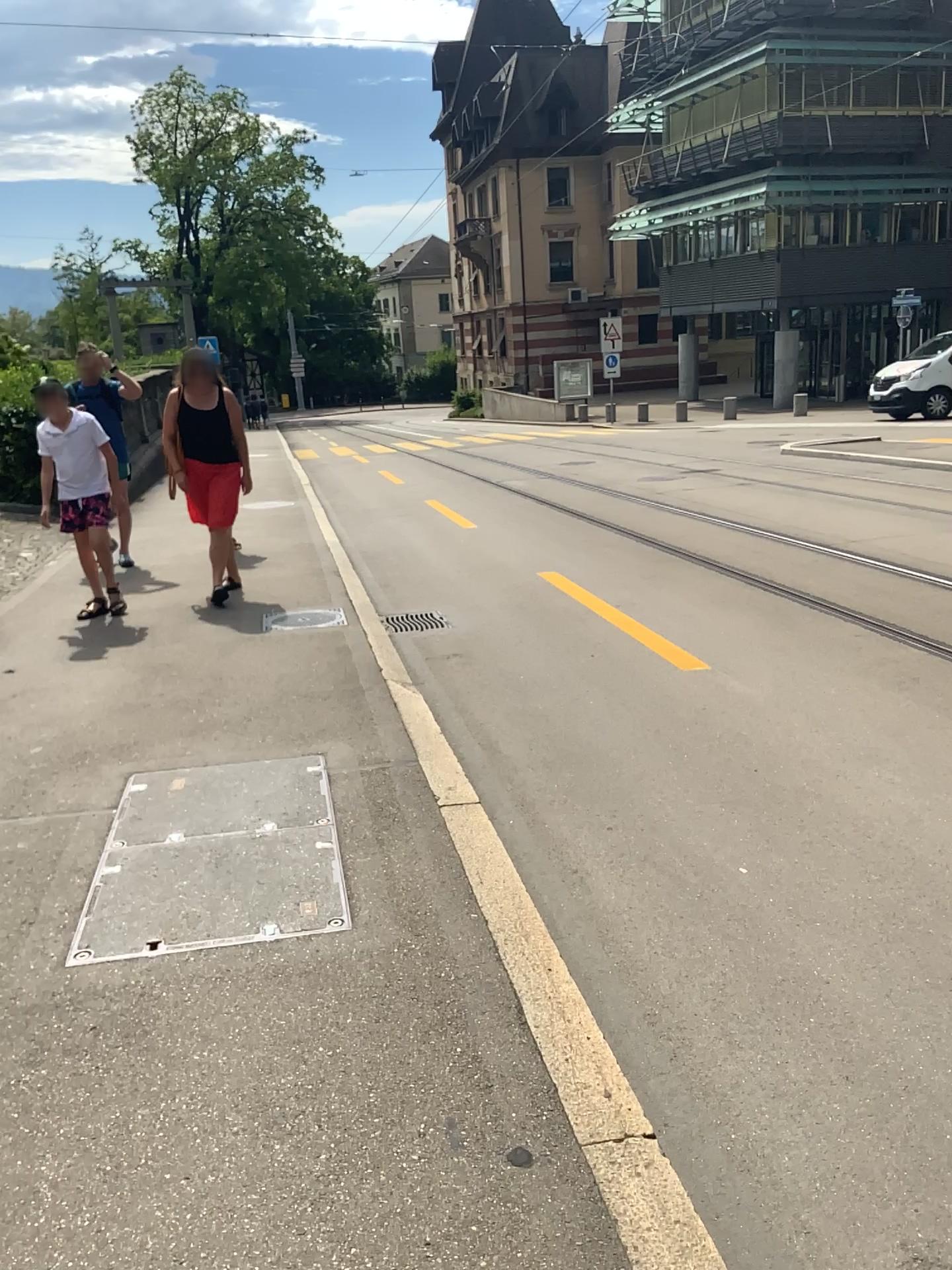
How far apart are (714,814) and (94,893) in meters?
2.0 m
